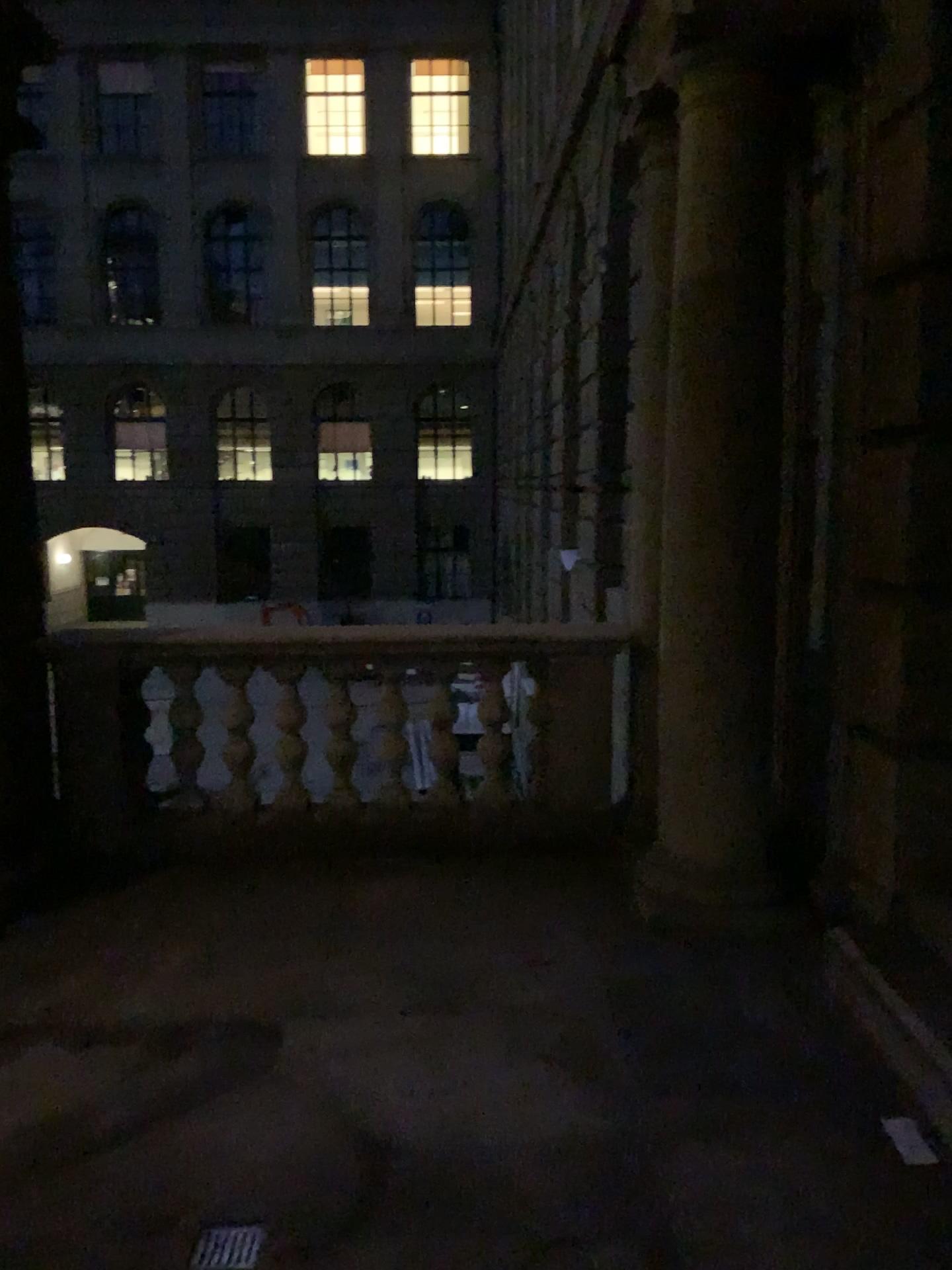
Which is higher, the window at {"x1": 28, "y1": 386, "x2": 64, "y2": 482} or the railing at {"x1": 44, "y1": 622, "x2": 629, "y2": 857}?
the window at {"x1": 28, "y1": 386, "x2": 64, "y2": 482}

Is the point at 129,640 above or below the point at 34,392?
below

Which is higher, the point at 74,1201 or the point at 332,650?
the point at 332,650
